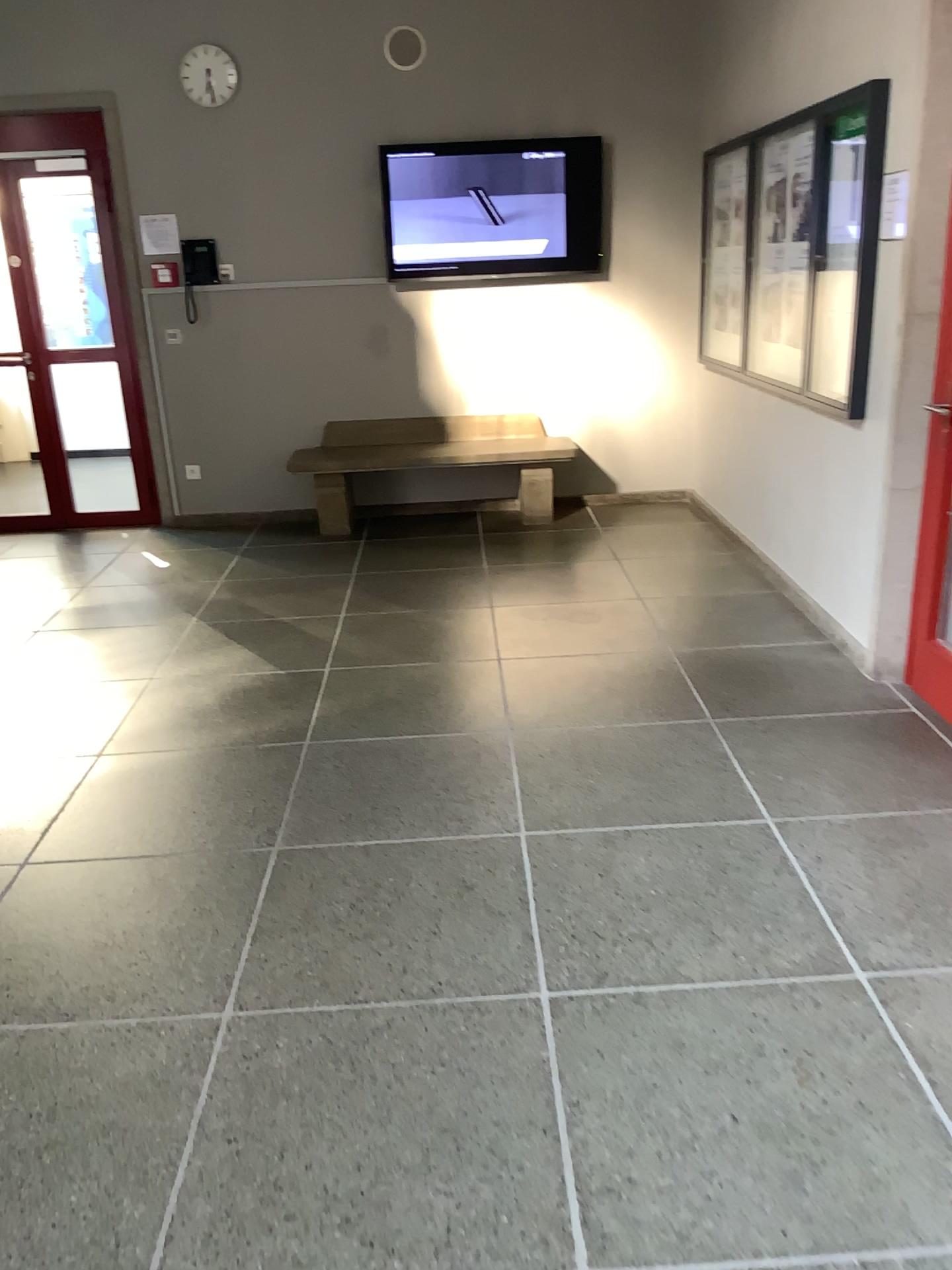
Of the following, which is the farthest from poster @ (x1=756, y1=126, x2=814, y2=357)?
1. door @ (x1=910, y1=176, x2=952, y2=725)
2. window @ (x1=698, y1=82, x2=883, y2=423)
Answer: door @ (x1=910, y1=176, x2=952, y2=725)

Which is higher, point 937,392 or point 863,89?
point 863,89

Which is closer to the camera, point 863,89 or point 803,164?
point 863,89

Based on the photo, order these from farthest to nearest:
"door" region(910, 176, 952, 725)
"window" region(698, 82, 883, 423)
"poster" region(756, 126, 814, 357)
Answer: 1. "poster" region(756, 126, 814, 357)
2. "window" region(698, 82, 883, 423)
3. "door" region(910, 176, 952, 725)

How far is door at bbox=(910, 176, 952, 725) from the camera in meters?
3.2

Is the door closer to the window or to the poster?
the window

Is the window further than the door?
Yes

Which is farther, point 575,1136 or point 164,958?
point 164,958

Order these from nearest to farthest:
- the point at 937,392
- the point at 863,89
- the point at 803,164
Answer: the point at 937,392
the point at 863,89
the point at 803,164
